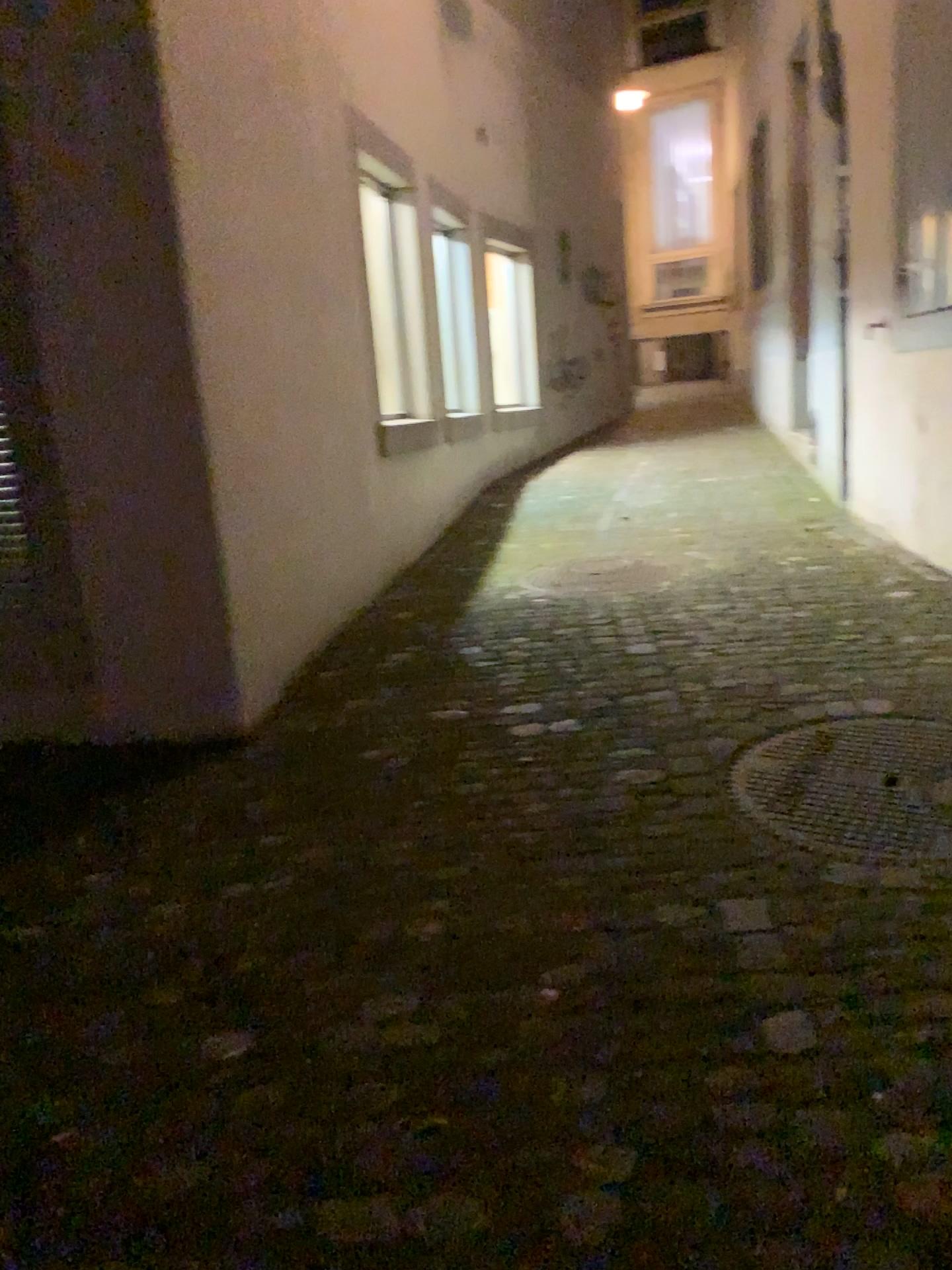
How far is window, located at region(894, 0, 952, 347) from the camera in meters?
3.8

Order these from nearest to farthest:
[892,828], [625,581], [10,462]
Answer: [892,828] < [10,462] < [625,581]

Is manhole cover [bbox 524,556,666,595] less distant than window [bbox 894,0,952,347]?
No

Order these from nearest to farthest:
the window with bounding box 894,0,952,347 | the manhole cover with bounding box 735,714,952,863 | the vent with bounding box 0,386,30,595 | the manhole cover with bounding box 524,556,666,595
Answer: the manhole cover with bounding box 735,714,952,863
the vent with bounding box 0,386,30,595
the window with bounding box 894,0,952,347
the manhole cover with bounding box 524,556,666,595

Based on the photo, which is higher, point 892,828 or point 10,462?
point 10,462

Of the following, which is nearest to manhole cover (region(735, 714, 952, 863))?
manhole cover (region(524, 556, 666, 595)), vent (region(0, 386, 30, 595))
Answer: manhole cover (region(524, 556, 666, 595))

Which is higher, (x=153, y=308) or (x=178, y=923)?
(x=153, y=308)

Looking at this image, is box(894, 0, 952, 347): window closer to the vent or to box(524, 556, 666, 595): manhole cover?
box(524, 556, 666, 595): manhole cover

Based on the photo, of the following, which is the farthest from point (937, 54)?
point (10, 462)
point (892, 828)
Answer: point (10, 462)

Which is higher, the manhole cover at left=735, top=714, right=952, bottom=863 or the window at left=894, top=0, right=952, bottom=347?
the window at left=894, top=0, right=952, bottom=347
